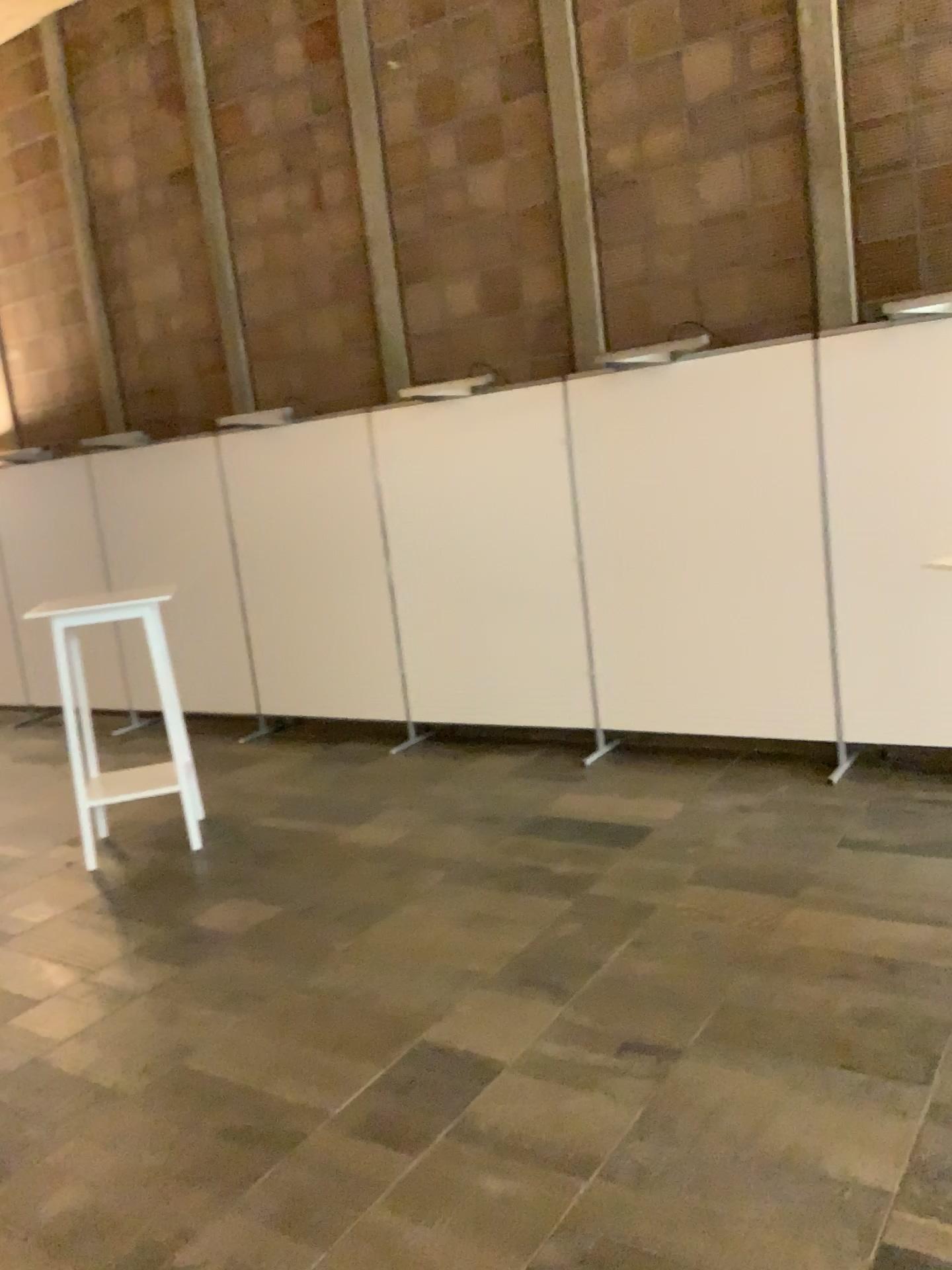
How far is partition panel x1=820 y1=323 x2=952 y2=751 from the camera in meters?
4.4

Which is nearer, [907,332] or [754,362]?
[907,332]

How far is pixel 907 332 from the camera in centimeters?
443cm

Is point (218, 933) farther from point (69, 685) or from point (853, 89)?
point (853, 89)

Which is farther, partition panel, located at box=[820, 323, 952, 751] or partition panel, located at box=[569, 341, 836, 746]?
partition panel, located at box=[569, 341, 836, 746]
